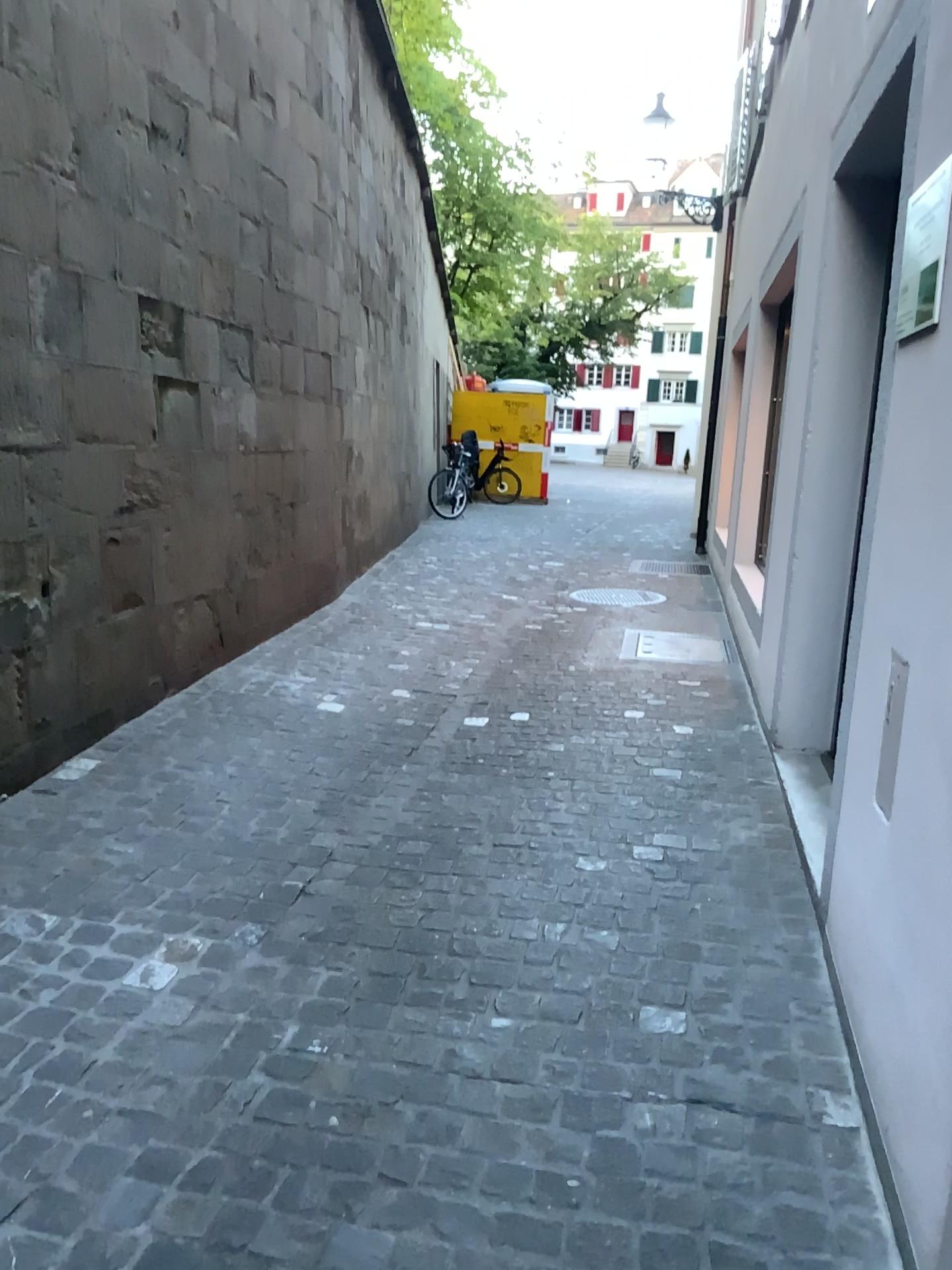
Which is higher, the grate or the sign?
the sign

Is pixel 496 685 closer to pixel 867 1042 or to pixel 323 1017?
pixel 323 1017

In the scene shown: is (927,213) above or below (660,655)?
above

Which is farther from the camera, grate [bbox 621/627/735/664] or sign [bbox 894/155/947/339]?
grate [bbox 621/627/735/664]

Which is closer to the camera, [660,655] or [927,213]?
[927,213]
